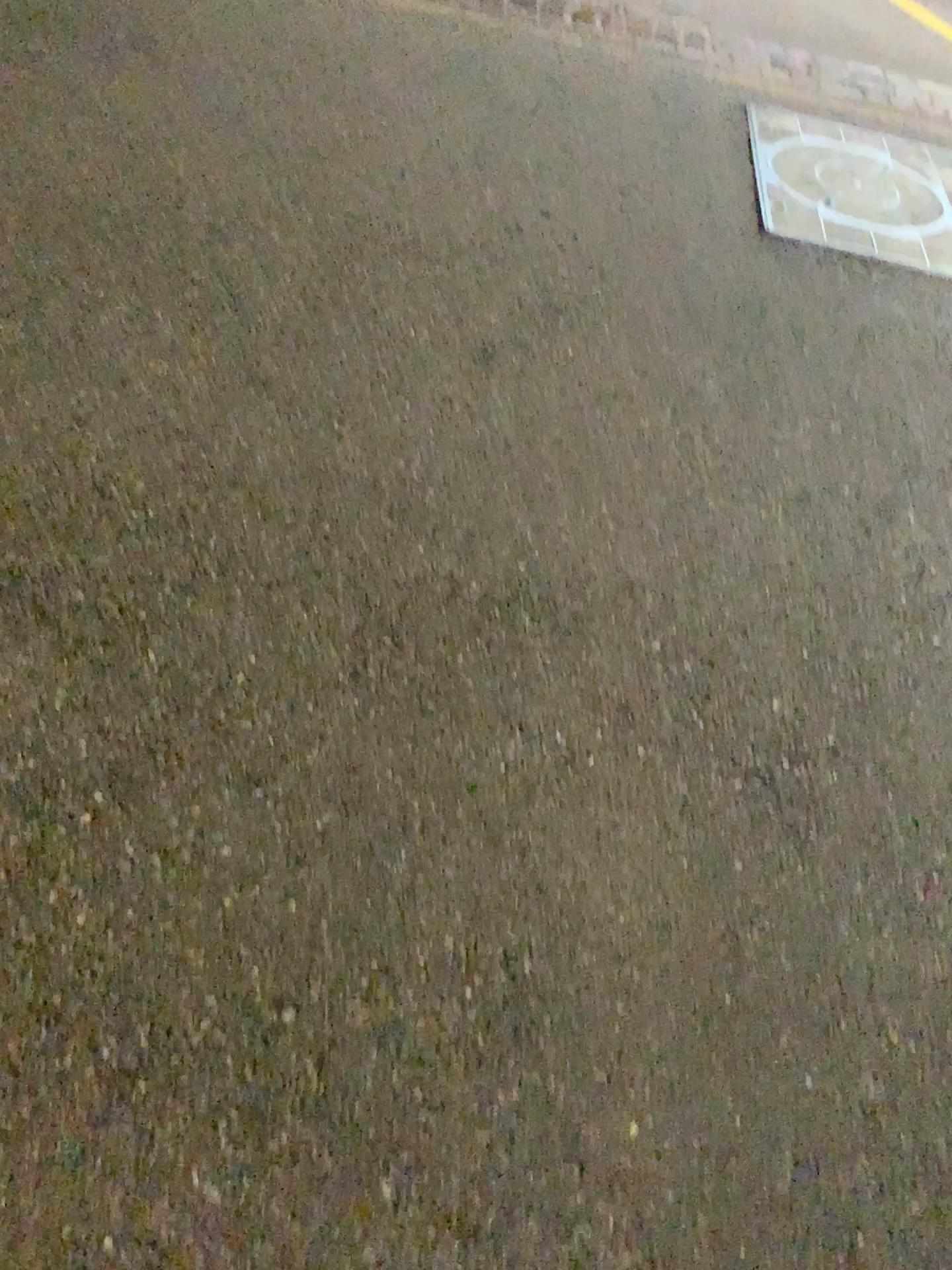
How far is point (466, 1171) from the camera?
1.31m
